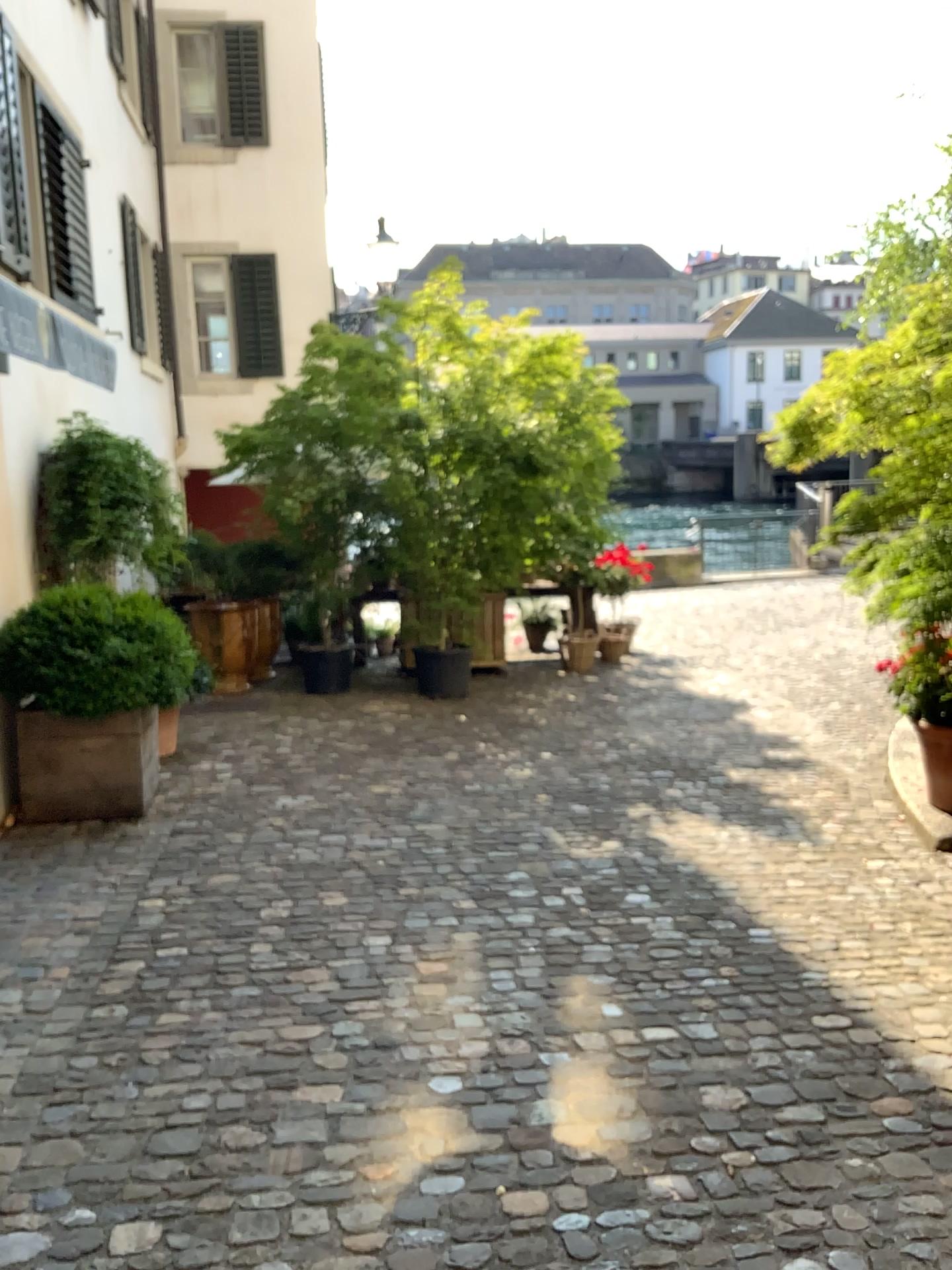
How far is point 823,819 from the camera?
5.07m
